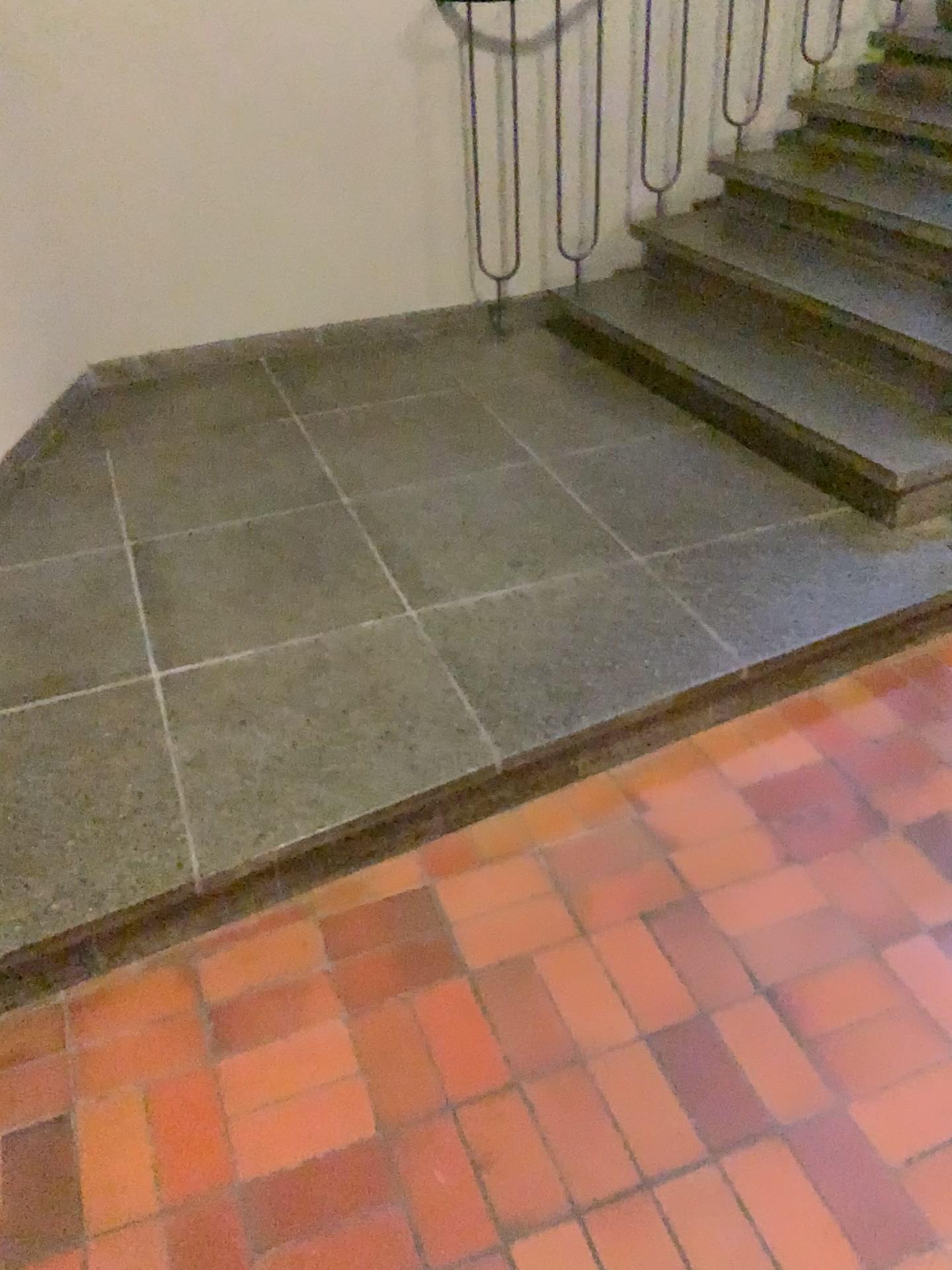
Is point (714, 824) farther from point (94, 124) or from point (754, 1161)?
point (94, 124)
